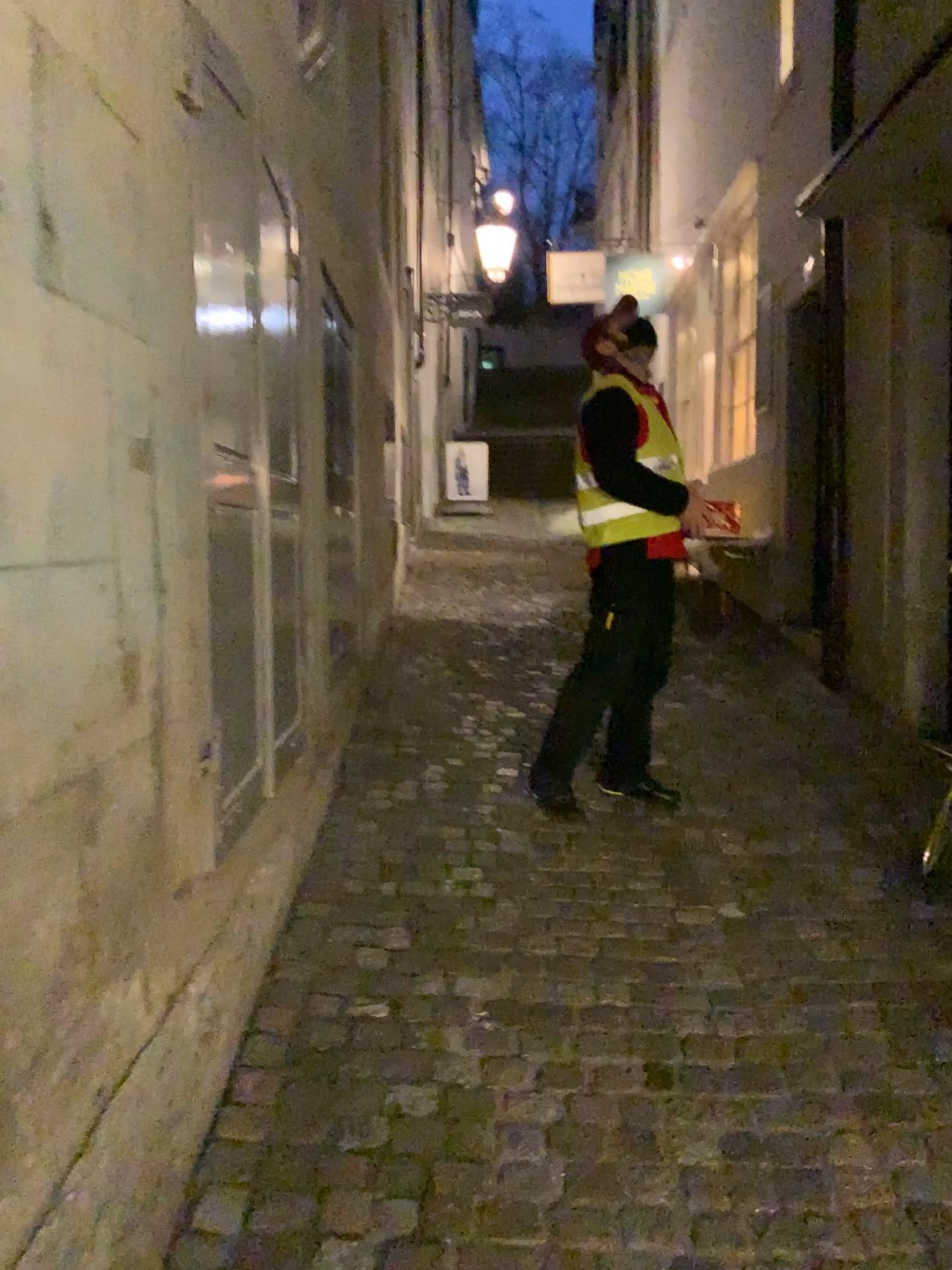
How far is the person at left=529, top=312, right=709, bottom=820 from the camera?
3.46m

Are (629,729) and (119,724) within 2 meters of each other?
no

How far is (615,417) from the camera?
3.5m
